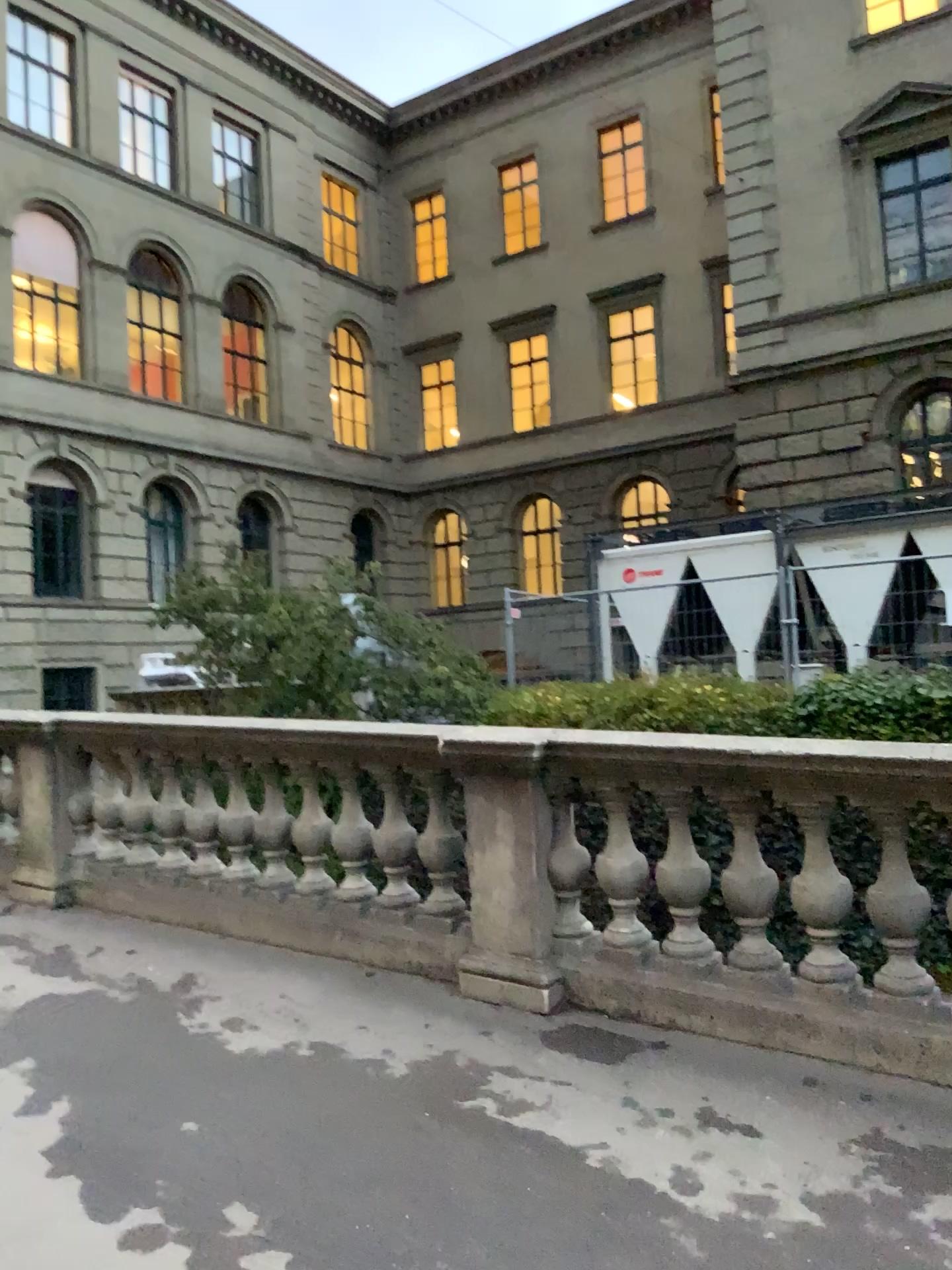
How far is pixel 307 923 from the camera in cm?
495
